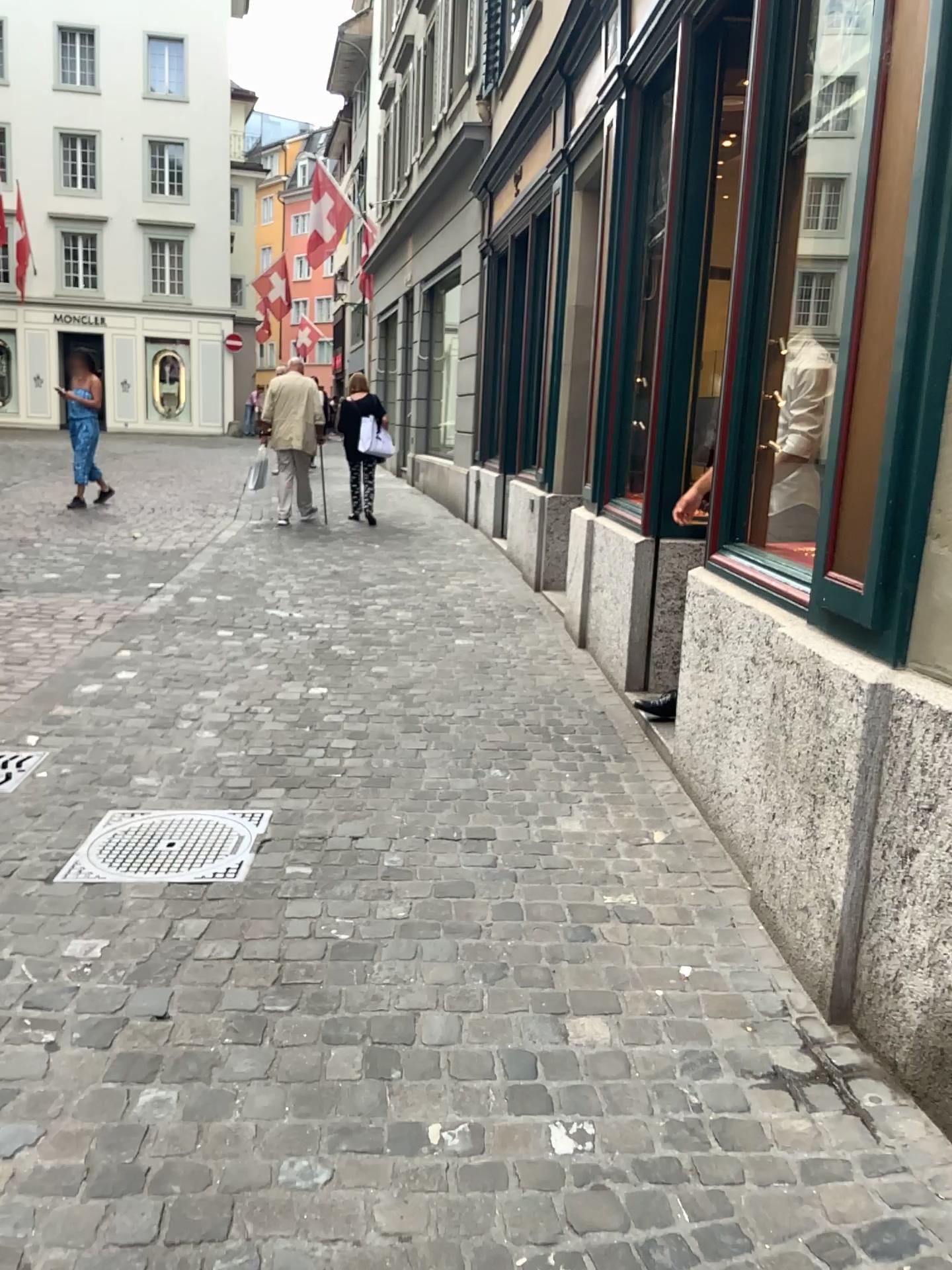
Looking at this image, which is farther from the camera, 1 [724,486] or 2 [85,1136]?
1 [724,486]

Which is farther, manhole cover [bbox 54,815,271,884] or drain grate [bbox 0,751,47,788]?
drain grate [bbox 0,751,47,788]

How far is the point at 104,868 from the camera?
2.93m

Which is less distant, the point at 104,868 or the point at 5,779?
the point at 104,868

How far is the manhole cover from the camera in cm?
293
